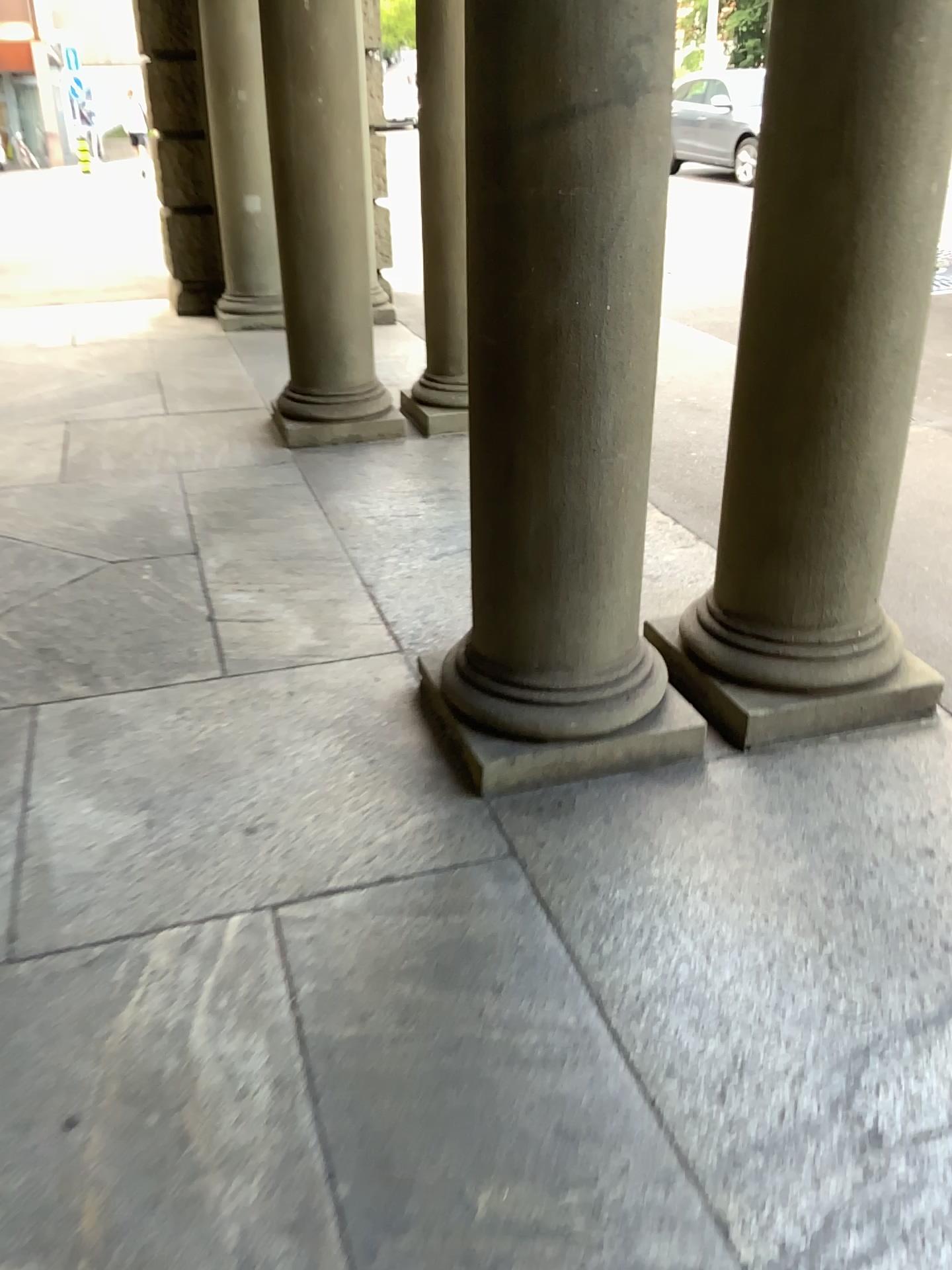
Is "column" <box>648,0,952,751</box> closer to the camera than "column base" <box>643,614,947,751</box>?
Yes

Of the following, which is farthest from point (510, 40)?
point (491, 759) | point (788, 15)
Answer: point (491, 759)

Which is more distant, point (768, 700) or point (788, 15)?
point (768, 700)

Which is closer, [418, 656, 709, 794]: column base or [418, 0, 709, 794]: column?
[418, 0, 709, 794]: column

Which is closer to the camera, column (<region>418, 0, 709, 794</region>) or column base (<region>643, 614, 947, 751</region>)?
column (<region>418, 0, 709, 794</region>)

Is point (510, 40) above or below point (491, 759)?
above

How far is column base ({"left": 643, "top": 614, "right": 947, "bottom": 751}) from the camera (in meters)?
2.64

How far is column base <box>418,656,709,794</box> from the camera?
2.4 meters

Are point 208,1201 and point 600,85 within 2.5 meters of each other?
yes
